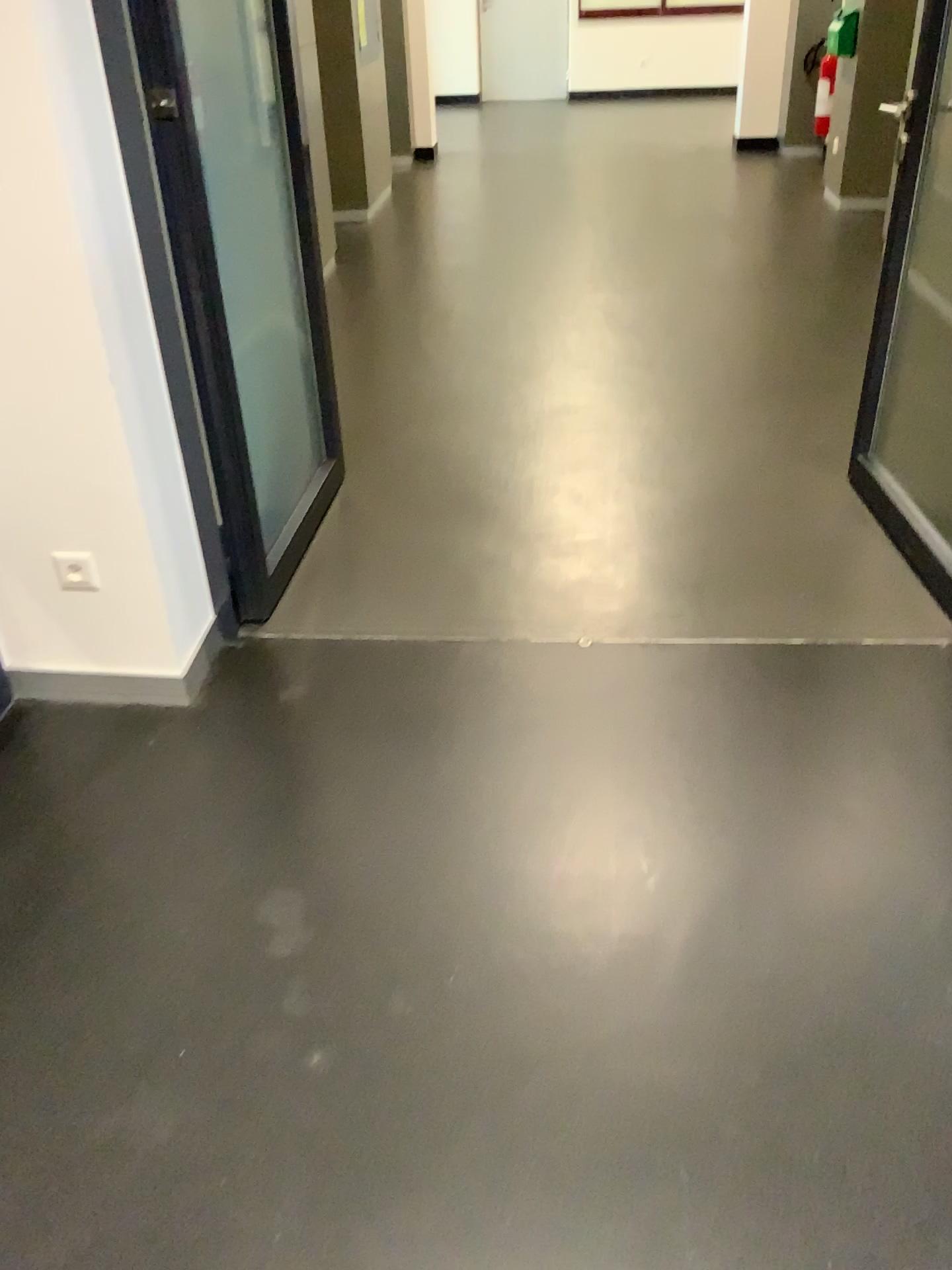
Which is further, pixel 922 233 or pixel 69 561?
pixel 922 233

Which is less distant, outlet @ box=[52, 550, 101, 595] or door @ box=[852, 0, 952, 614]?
outlet @ box=[52, 550, 101, 595]

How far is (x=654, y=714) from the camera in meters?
2.3 m

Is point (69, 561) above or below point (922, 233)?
below

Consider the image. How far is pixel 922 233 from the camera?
2.8 meters

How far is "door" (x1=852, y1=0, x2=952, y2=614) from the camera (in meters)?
2.79
